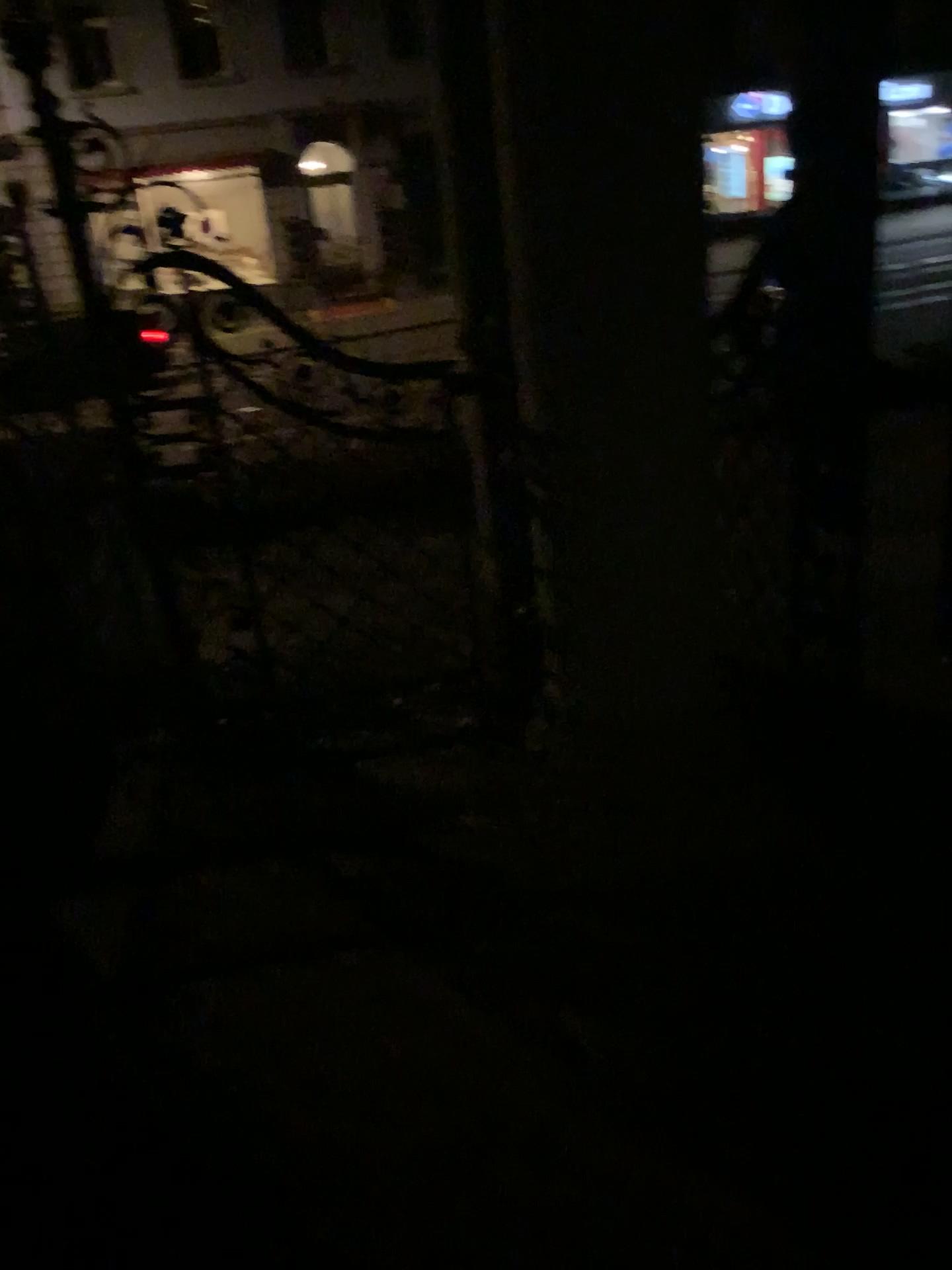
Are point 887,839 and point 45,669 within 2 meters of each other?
no
